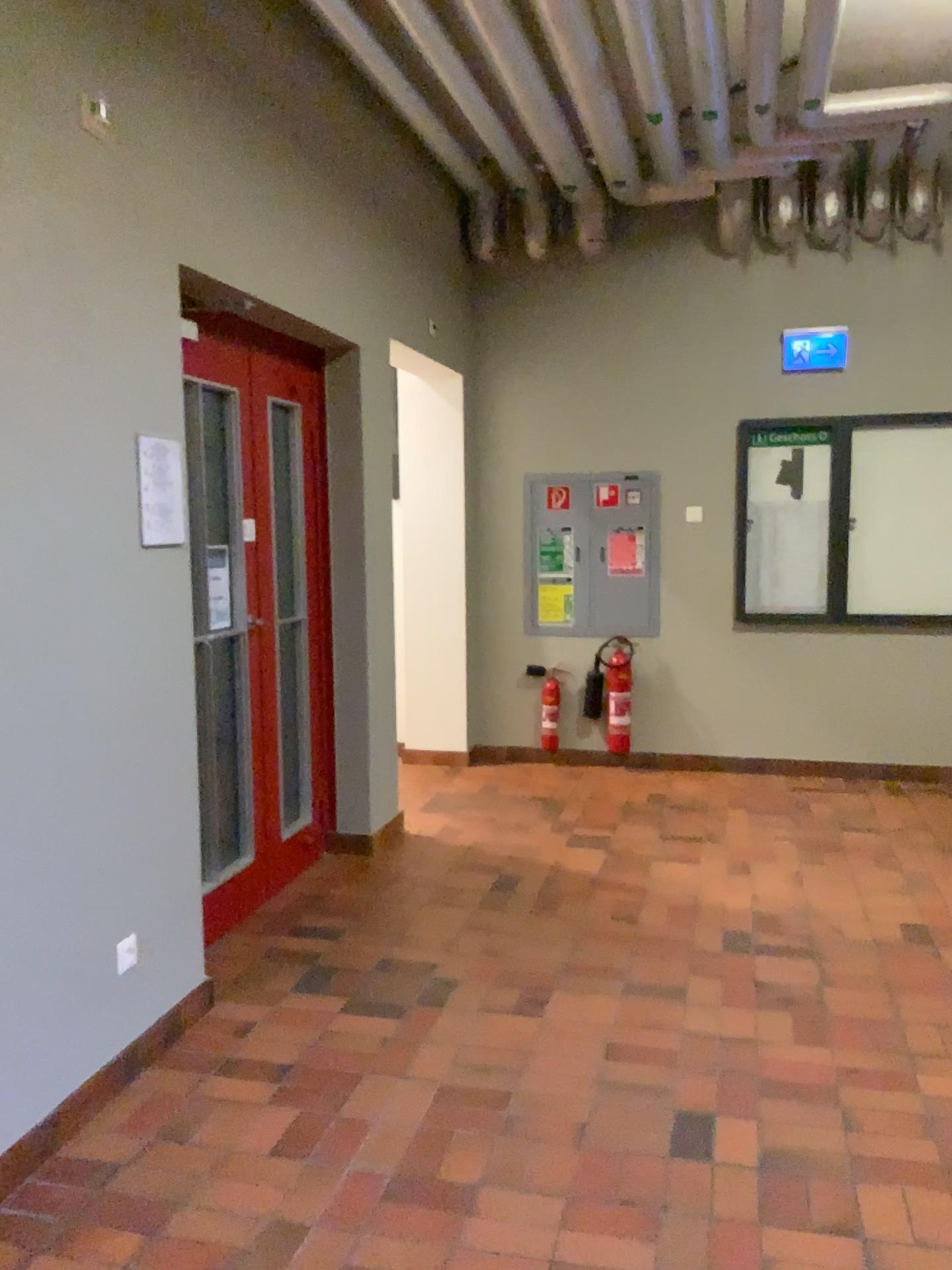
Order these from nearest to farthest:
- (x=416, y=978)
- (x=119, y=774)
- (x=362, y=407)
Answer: (x=119, y=774), (x=416, y=978), (x=362, y=407)
